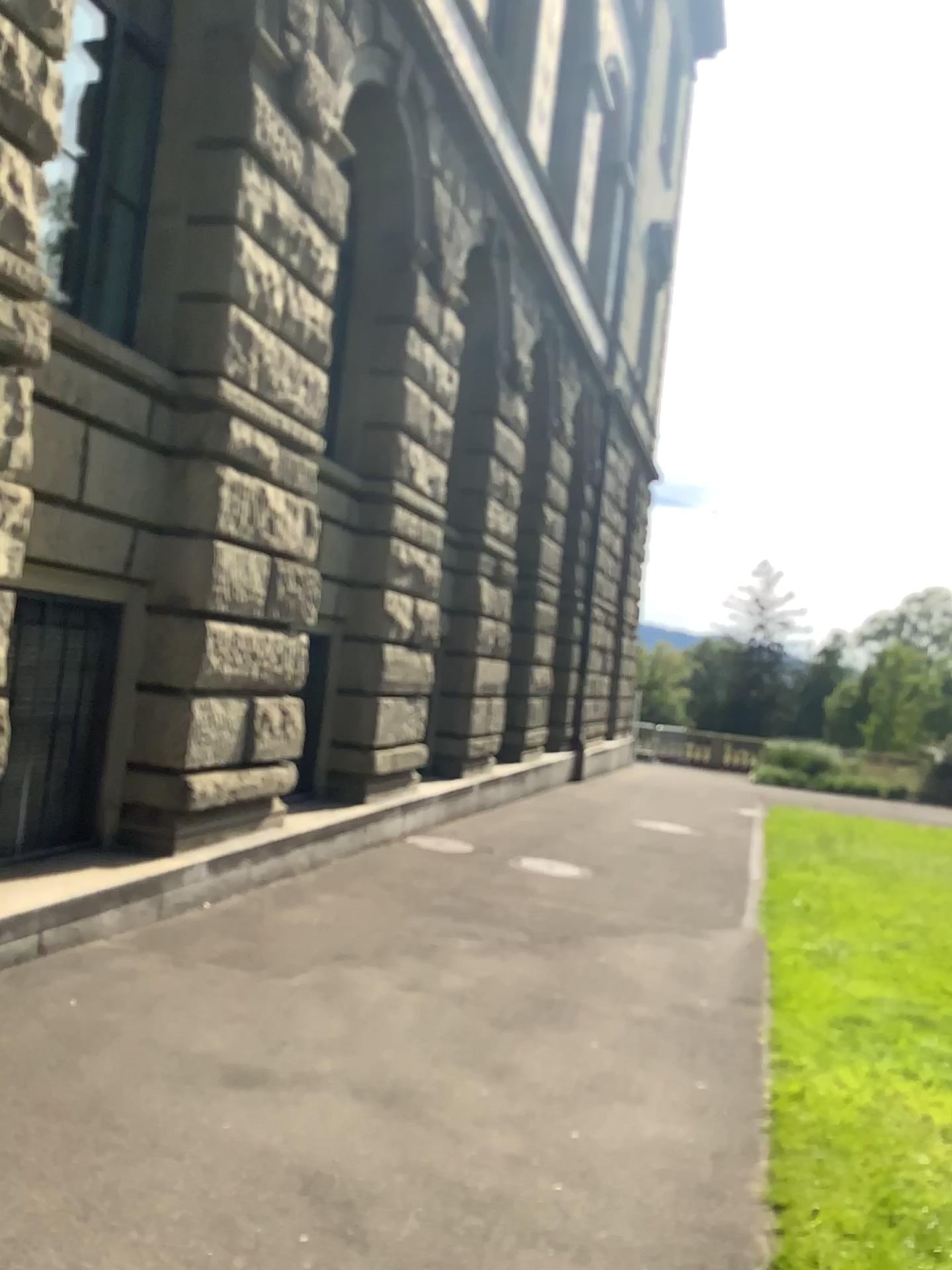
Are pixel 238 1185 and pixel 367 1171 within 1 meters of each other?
yes
